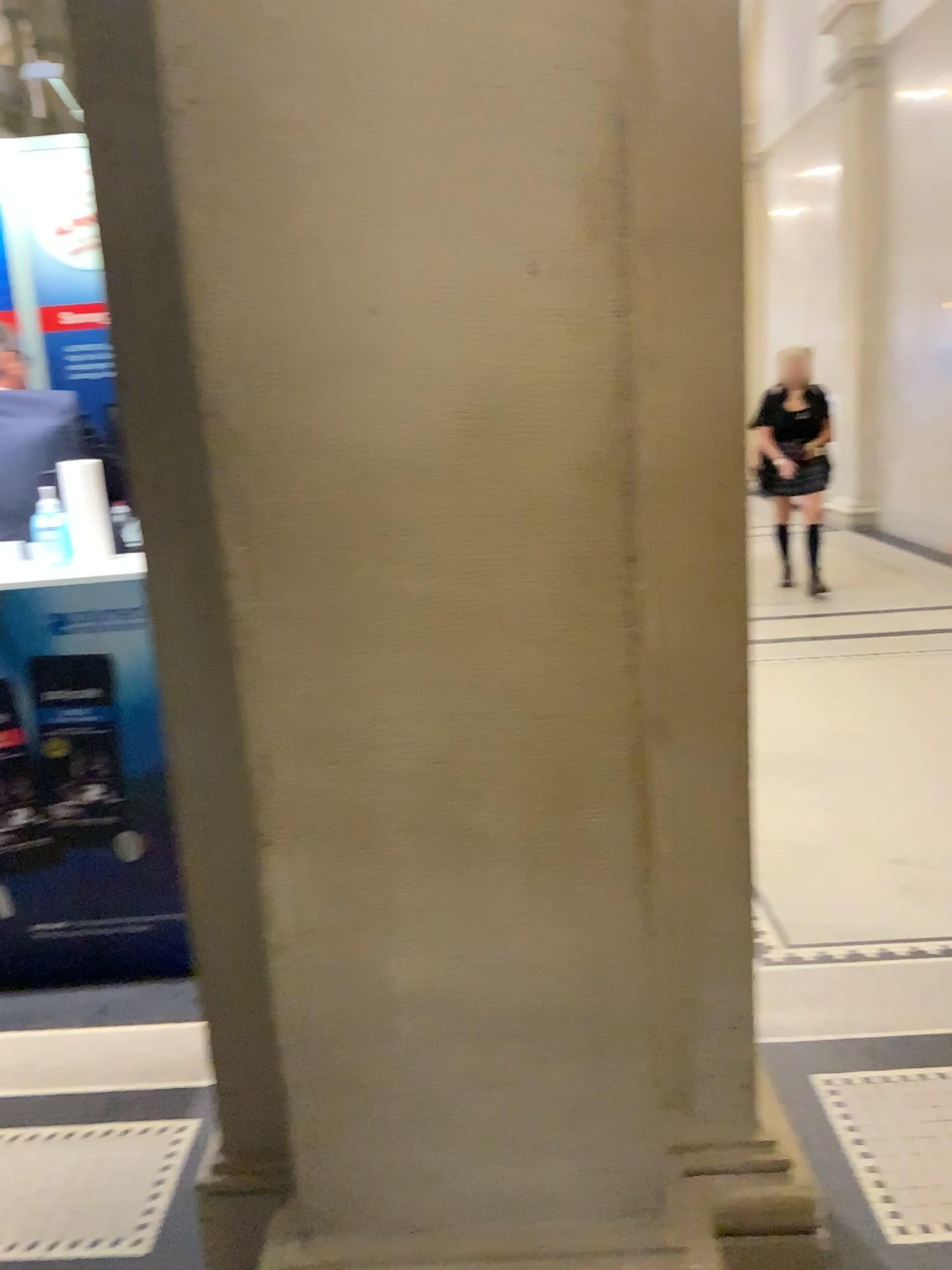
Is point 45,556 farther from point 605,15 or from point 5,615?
point 605,15

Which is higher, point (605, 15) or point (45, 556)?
point (605, 15)

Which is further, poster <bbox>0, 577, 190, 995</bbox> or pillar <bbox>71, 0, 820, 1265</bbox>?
poster <bbox>0, 577, 190, 995</bbox>

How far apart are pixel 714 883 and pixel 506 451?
0.8m

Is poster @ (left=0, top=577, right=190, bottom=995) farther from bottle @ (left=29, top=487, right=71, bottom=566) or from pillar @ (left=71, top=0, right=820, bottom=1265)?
pillar @ (left=71, top=0, right=820, bottom=1265)

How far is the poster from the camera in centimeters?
269cm

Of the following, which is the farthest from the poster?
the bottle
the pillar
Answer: the pillar

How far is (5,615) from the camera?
2.7m
